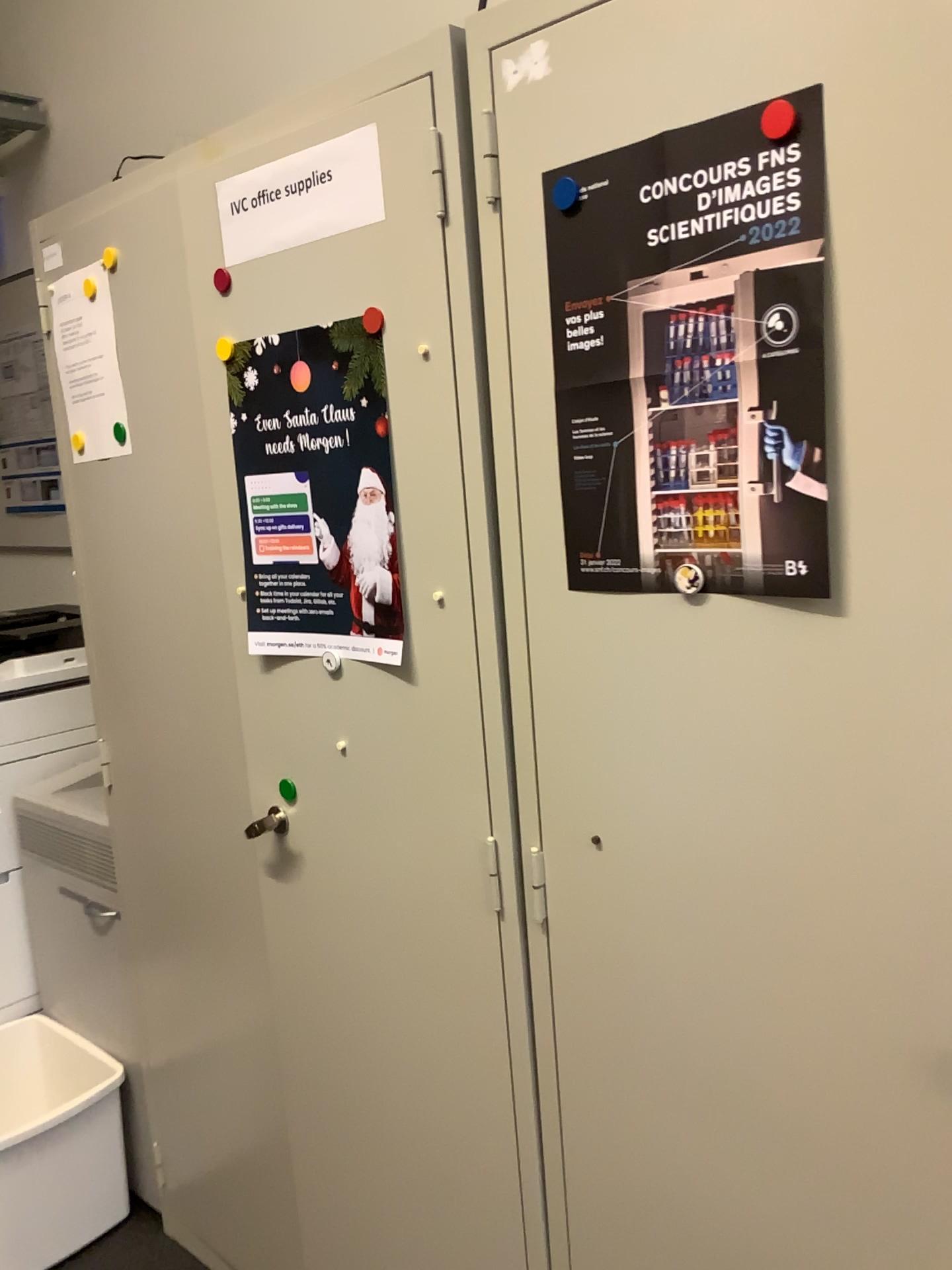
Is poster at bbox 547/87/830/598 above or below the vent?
above

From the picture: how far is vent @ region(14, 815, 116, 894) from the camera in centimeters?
208cm

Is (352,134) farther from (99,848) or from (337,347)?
(99,848)

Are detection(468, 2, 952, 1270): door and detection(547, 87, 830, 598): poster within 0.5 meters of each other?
yes

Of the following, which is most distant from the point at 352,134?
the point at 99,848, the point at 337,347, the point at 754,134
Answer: the point at 99,848

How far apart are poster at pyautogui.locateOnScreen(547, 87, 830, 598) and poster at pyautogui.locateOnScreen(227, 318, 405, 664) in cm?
26

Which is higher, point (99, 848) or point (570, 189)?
point (570, 189)

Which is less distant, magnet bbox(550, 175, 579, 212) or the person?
magnet bbox(550, 175, 579, 212)

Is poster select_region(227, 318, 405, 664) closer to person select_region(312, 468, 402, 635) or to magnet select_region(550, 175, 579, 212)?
person select_region(312, 468, 402, 635)

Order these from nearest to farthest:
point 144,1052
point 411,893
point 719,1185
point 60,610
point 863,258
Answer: point 863,258
point 719,1185
point 411,893
point 144,1052
point 60,610
